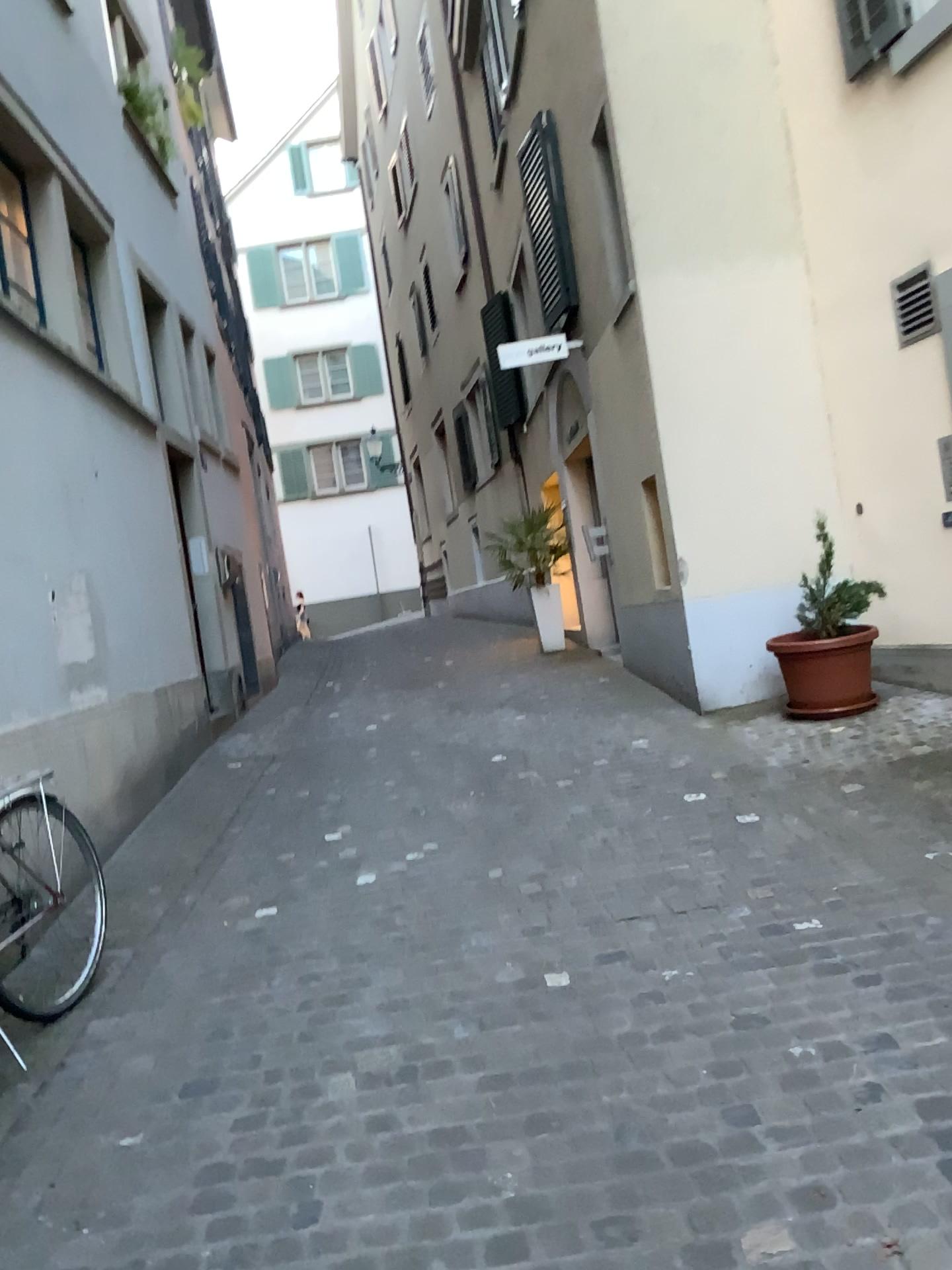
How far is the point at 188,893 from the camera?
4.42m
